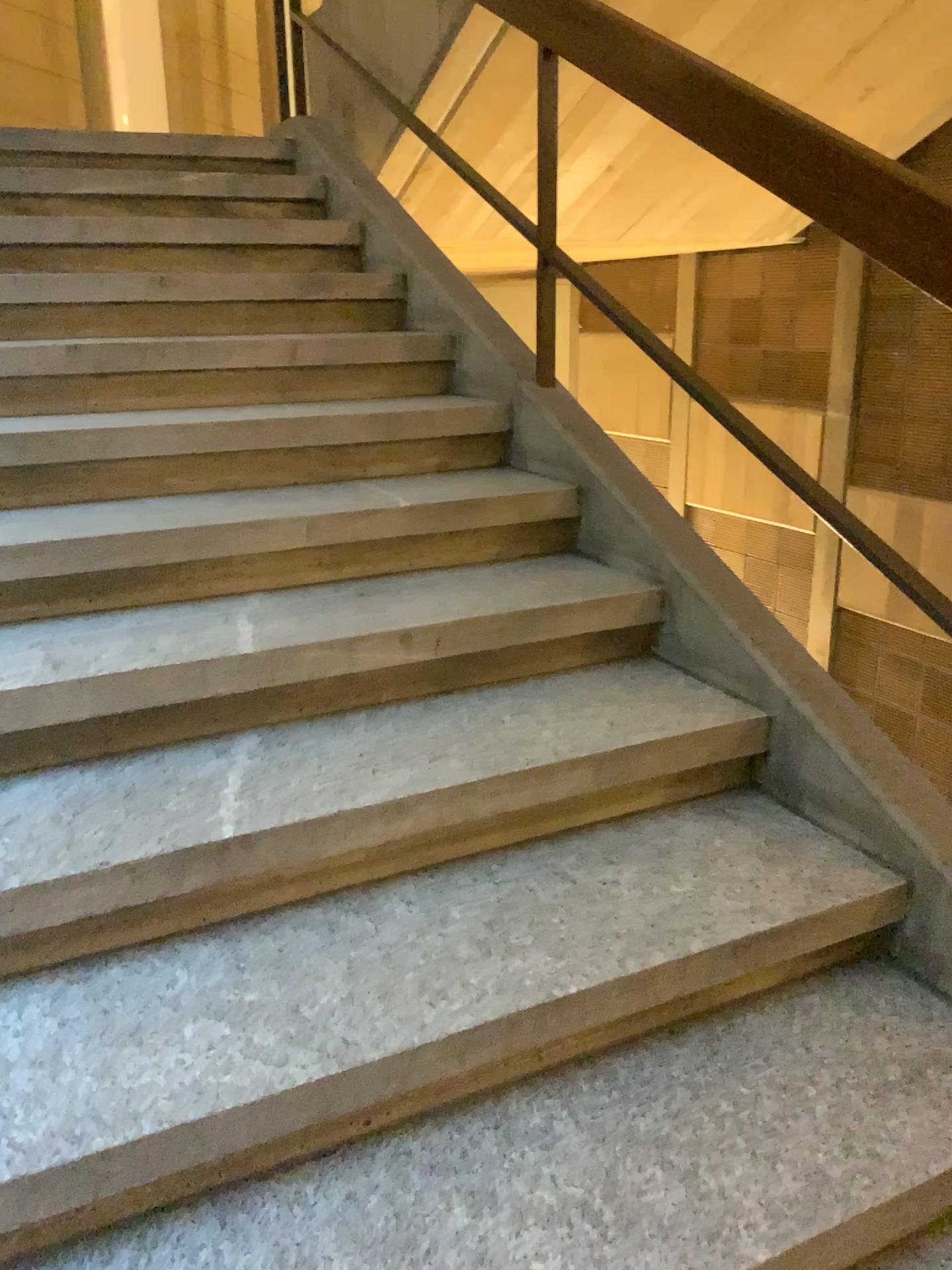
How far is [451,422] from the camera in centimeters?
251cm
